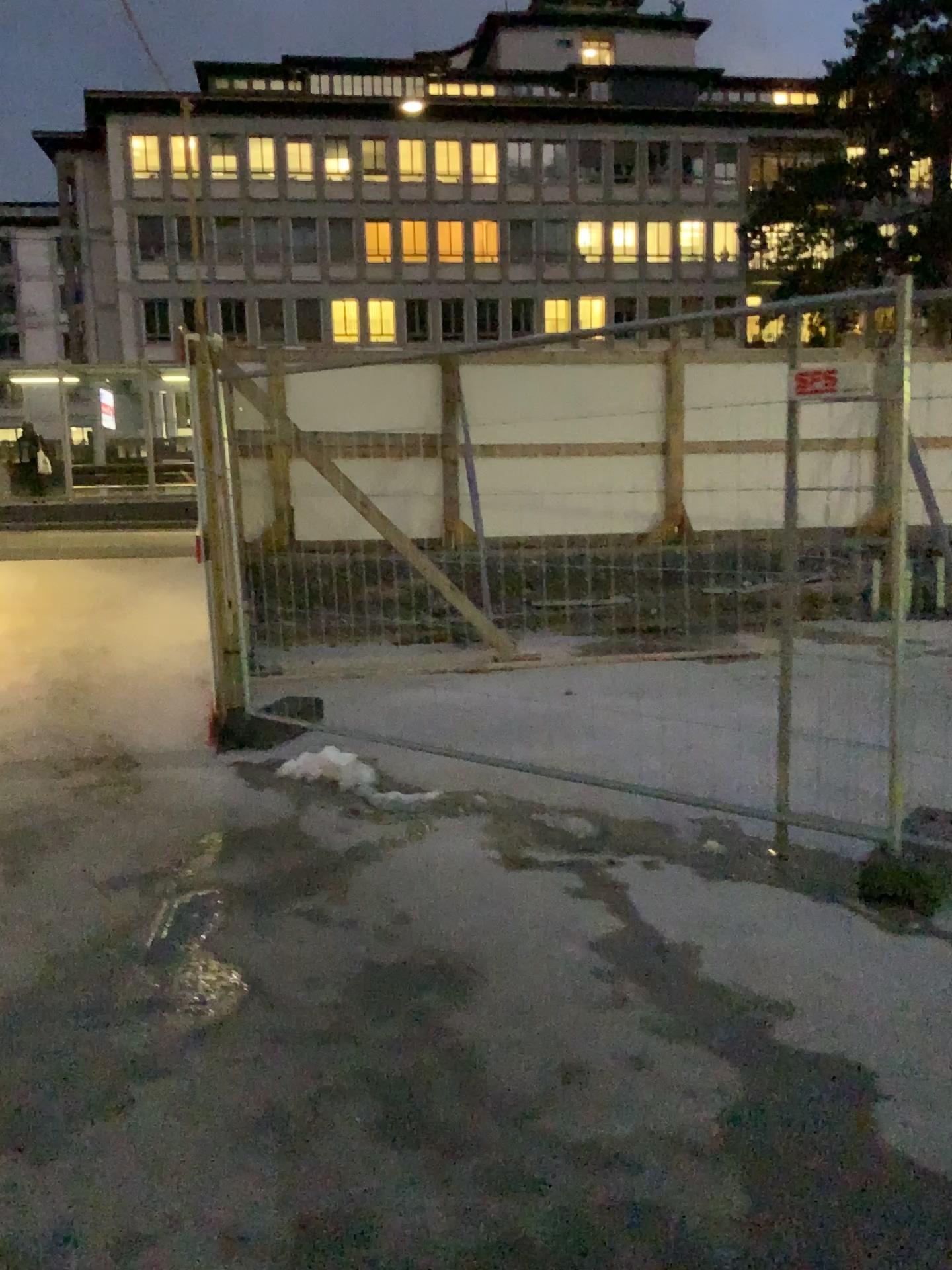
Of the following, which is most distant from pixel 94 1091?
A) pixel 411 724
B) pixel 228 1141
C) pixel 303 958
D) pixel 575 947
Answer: pixel 411 724
